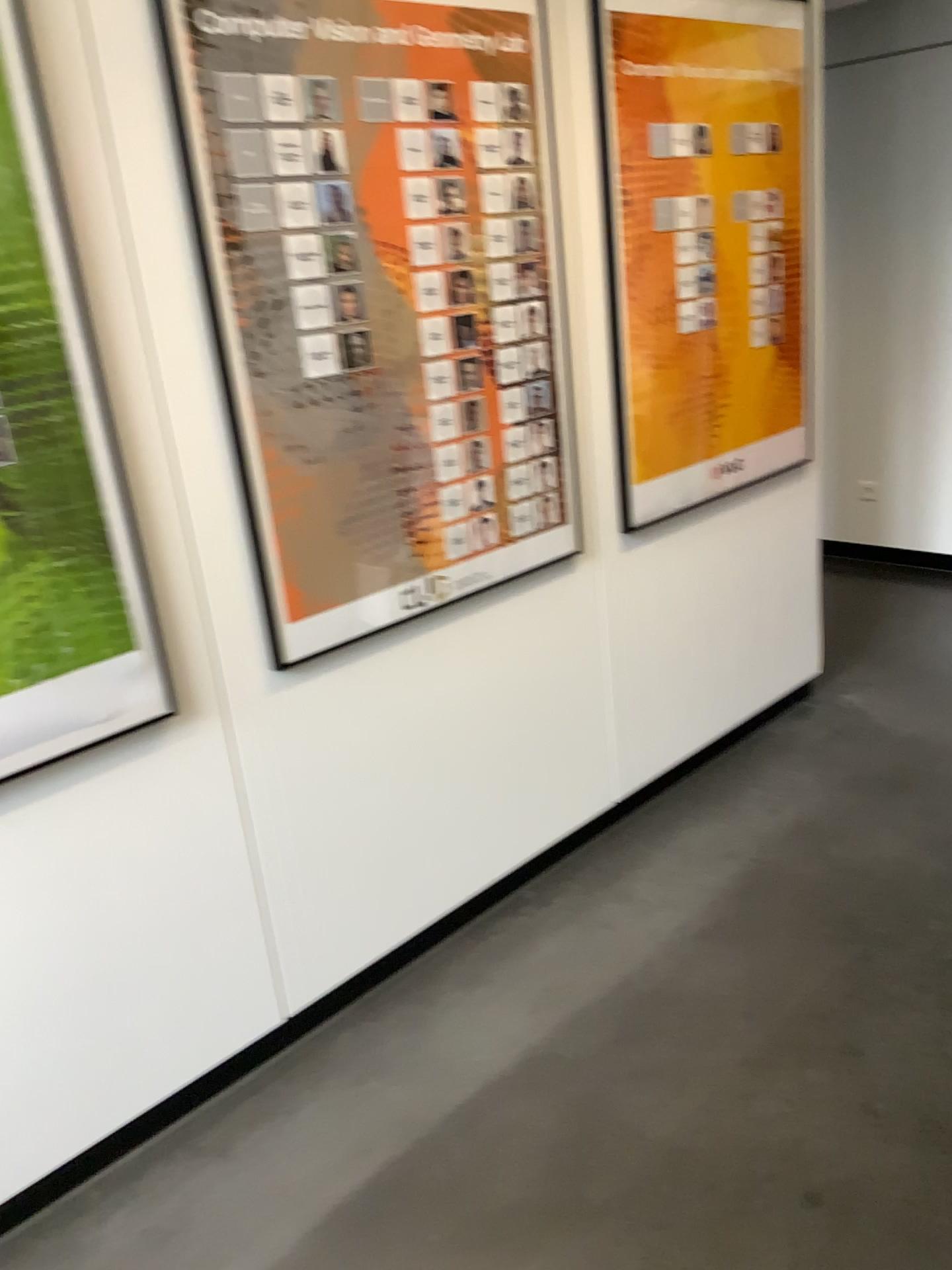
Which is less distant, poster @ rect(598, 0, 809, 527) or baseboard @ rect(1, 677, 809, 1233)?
baseboard @ rect(1, 677, 809, 1233)

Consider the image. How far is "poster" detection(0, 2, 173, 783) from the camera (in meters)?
1.61

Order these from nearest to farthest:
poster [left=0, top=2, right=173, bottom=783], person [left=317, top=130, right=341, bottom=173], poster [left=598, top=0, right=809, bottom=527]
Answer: poster [left=0, top=2, right=173, bottom=783], person [left=317, top=130, right=341, bottom=173], poster [left=598, top=0, right=809, bottom=527]

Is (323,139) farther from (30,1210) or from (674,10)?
(30,1210)

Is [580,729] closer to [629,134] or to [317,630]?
[317,630]

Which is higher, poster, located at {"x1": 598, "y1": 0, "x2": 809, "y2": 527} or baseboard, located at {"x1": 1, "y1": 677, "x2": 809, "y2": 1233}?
poster, located at {"x1": 598, "y1": 0, "x2": 809, "y2": 527}

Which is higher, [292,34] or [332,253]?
[292,34]

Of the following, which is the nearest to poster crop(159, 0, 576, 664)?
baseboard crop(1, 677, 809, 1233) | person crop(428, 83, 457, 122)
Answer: person crop(428, 83, 457, 122)

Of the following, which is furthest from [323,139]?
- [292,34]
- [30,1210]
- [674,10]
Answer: [30,1210]

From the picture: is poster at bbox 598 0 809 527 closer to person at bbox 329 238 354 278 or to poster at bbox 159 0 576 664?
poster at bbox 159 0 576 664
